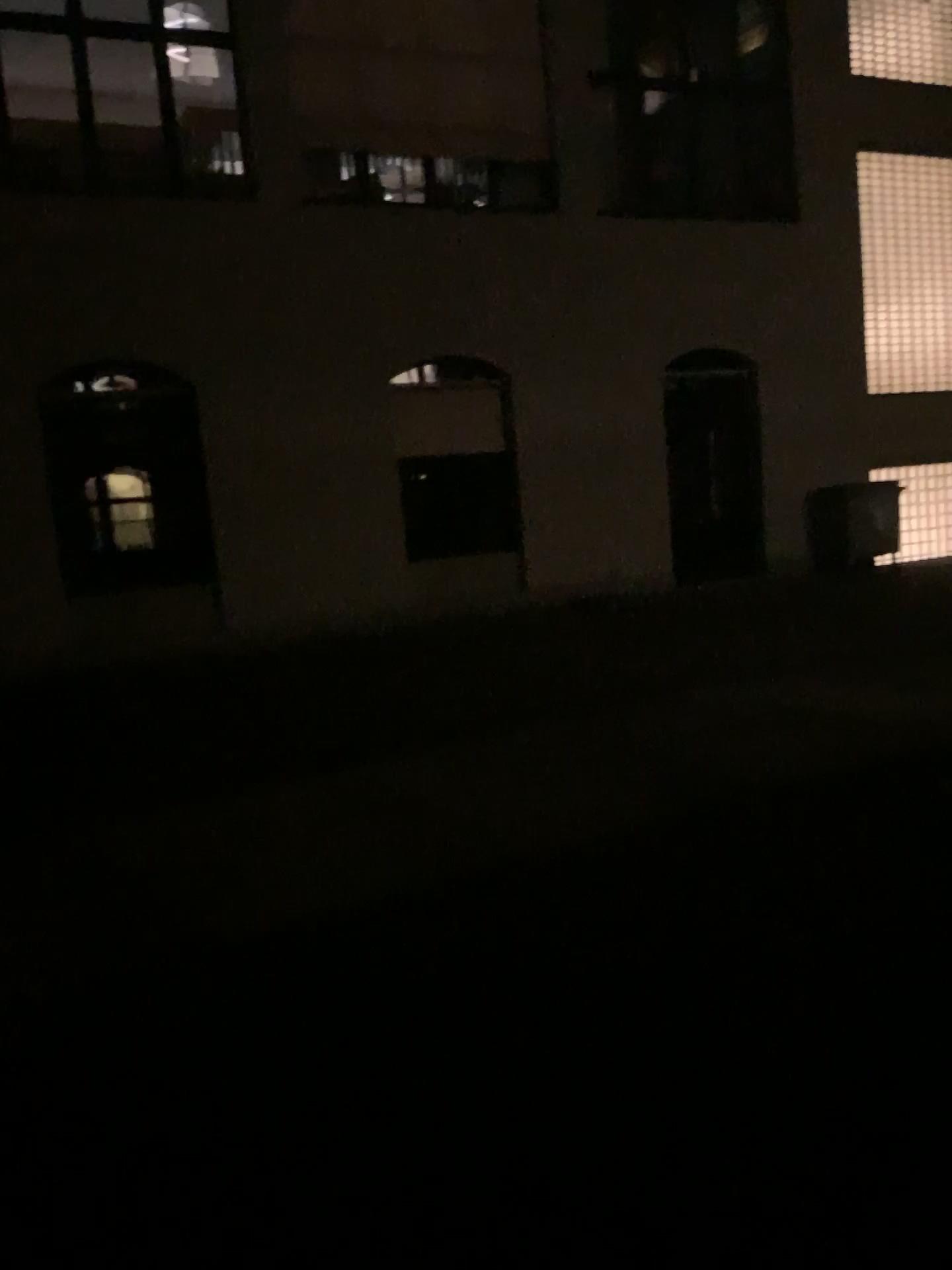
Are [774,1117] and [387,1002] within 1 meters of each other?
no
